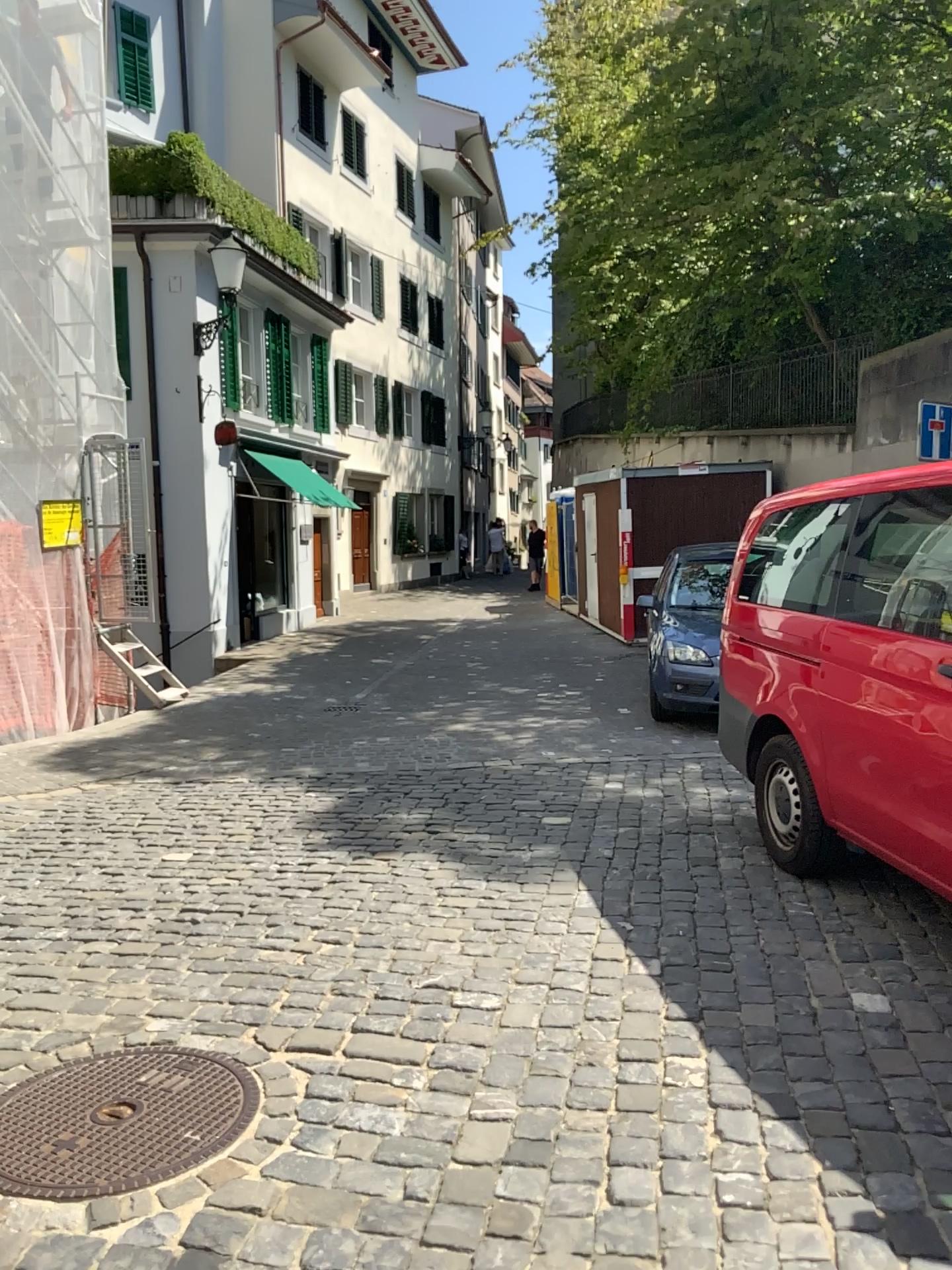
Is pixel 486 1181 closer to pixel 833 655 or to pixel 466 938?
pixel 466 938
